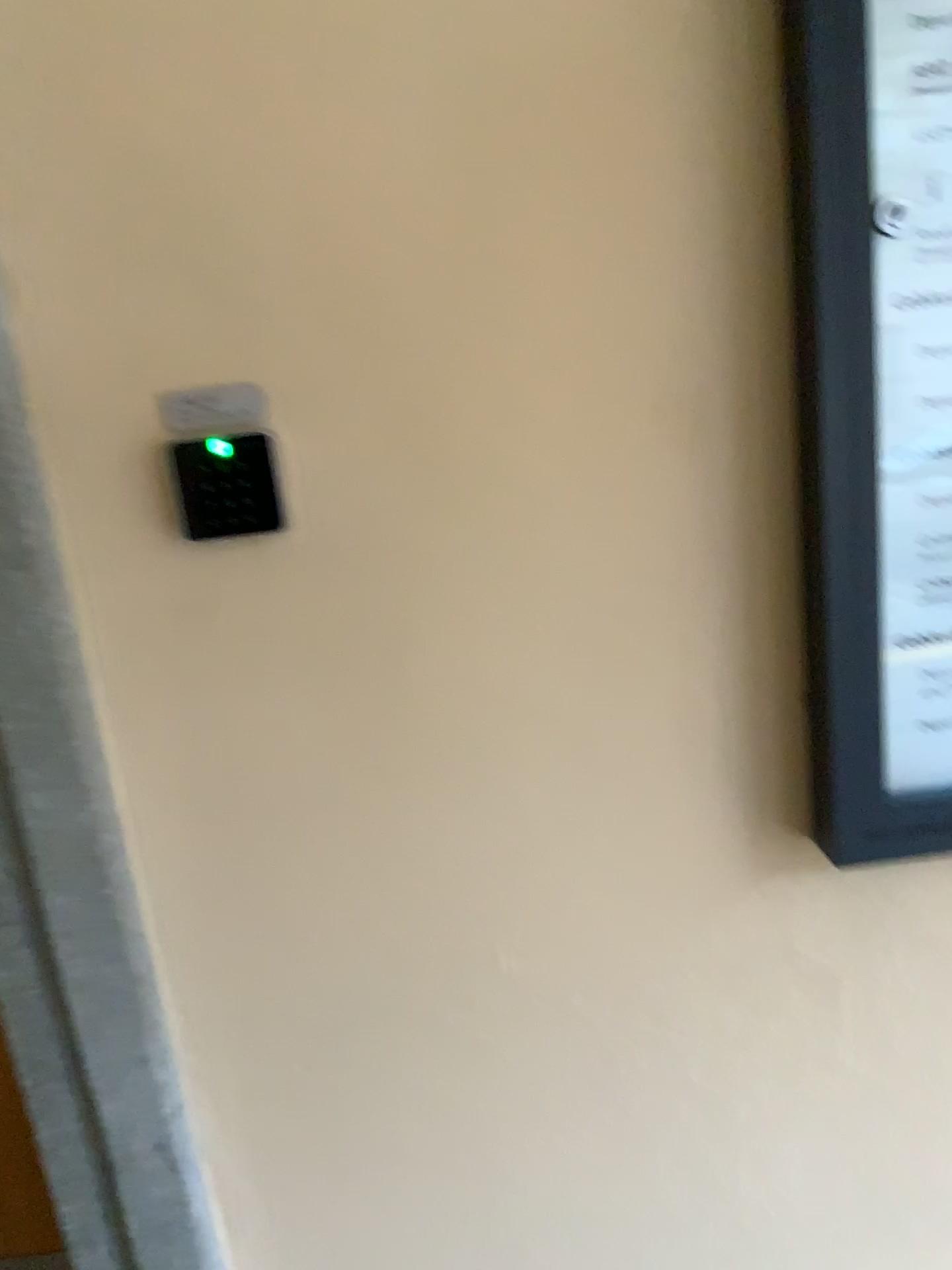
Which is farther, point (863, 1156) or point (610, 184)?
point (863, 1156)

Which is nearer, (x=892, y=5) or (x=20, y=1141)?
(x=892, y=5)

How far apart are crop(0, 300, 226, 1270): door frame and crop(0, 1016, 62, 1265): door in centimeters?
29cm

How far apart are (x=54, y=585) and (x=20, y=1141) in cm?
84

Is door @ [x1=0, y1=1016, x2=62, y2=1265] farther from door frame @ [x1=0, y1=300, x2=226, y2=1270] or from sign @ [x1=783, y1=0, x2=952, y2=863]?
sign @ [x1=783, y1=0, x2=952, y2=863]

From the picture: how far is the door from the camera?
1.3 meters

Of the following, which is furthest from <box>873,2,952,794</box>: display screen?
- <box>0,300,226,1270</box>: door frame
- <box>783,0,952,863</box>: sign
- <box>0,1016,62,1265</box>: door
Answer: <box>0,1016,62,1265</box>: door

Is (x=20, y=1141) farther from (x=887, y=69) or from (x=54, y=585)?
(x=887, y=69)

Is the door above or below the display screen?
below

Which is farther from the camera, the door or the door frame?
the door
